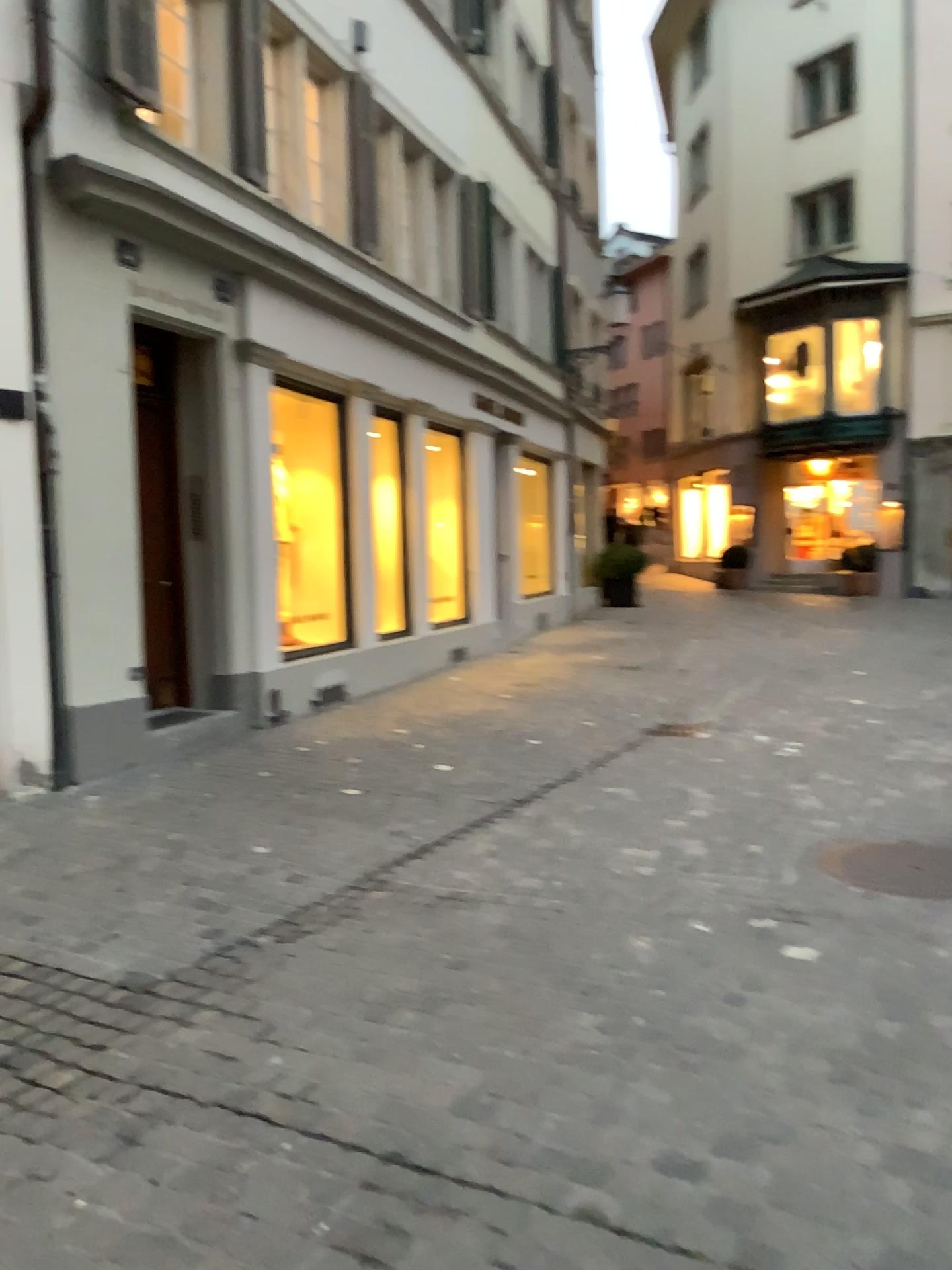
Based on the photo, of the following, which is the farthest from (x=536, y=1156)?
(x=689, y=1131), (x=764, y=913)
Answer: (x=764, y=913)
